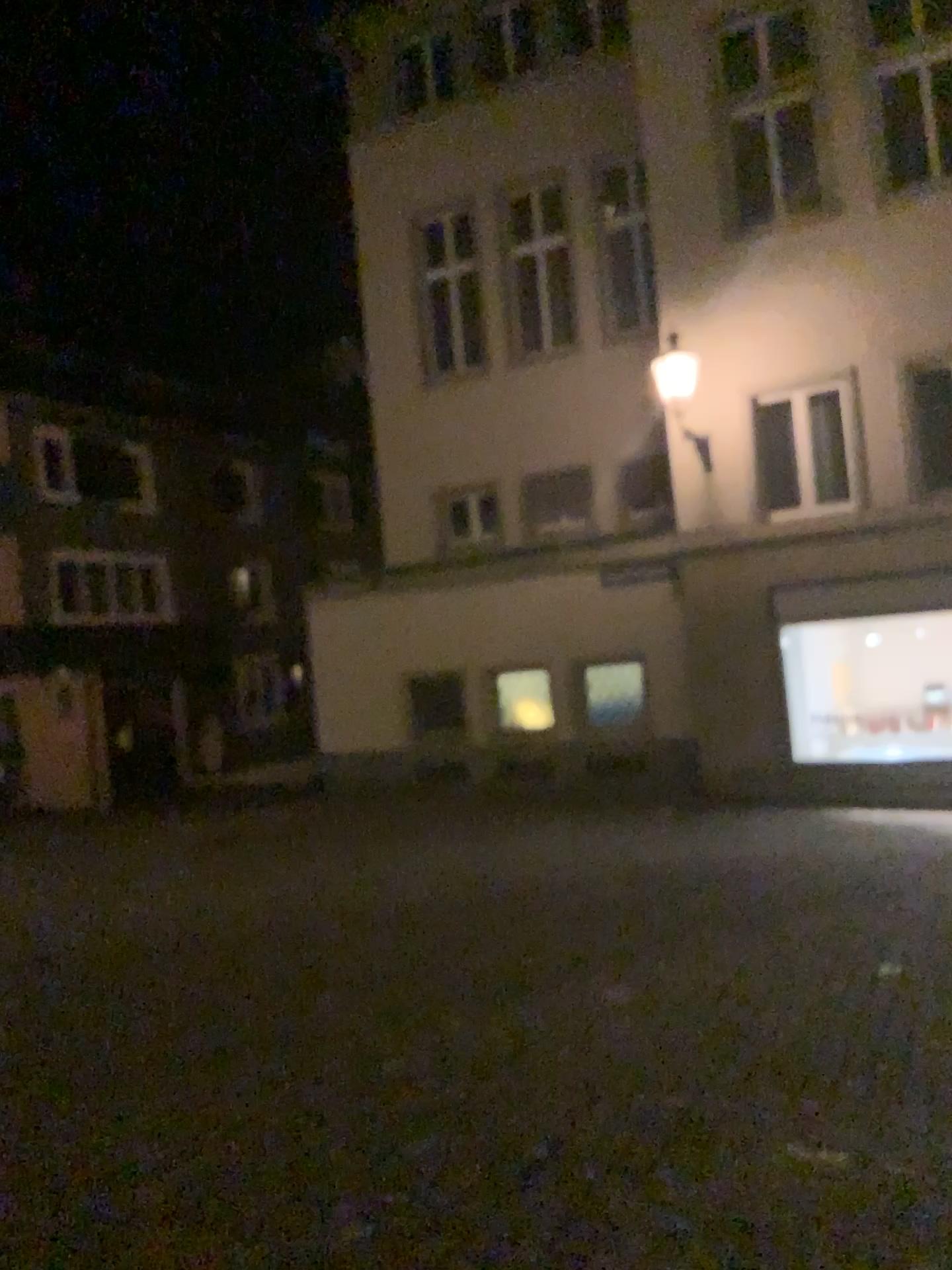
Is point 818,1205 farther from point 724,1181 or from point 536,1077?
point 536,1077
